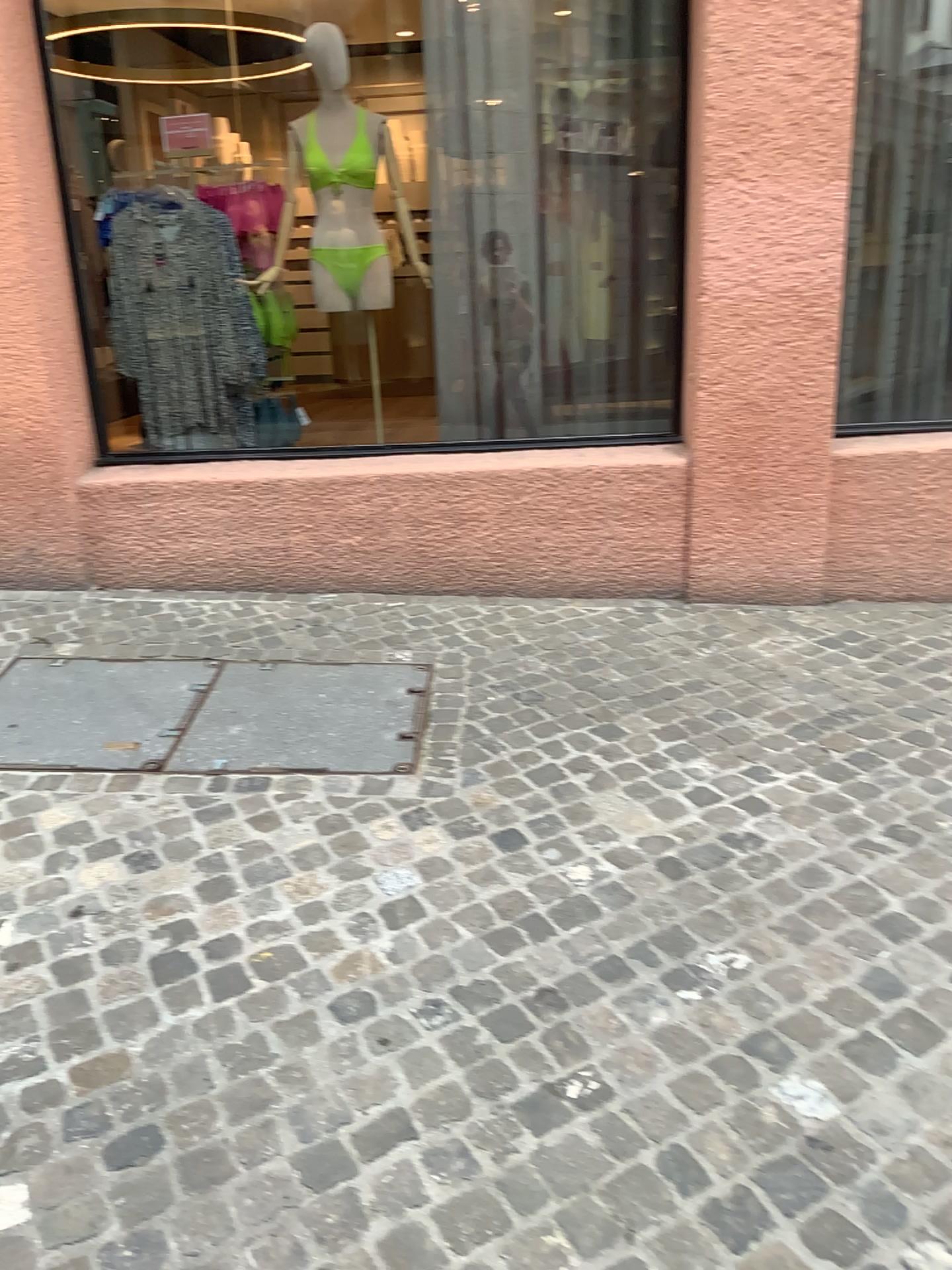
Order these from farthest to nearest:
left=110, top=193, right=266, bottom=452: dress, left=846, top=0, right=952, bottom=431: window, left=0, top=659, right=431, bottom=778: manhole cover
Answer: left=110, top=193, right=266, bottom=452: dress < left=846, top=0, right=952, bottom=431: window < left=0, top=659, right=431, bottom=778: manhole cover

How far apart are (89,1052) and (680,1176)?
1.1m

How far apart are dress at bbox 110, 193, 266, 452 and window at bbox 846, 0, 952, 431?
2.42m

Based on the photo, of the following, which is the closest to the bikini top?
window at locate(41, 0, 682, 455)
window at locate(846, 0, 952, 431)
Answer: window at locate(41, 0, 682, 455)

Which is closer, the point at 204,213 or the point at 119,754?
the point at 119,754

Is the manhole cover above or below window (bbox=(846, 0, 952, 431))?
below

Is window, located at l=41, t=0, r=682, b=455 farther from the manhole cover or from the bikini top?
the manhole cover

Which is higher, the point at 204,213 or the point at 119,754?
the point at 204,213

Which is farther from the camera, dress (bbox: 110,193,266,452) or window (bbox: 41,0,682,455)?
dress (bbox: 110,193,266,452)

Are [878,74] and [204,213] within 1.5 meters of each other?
no
